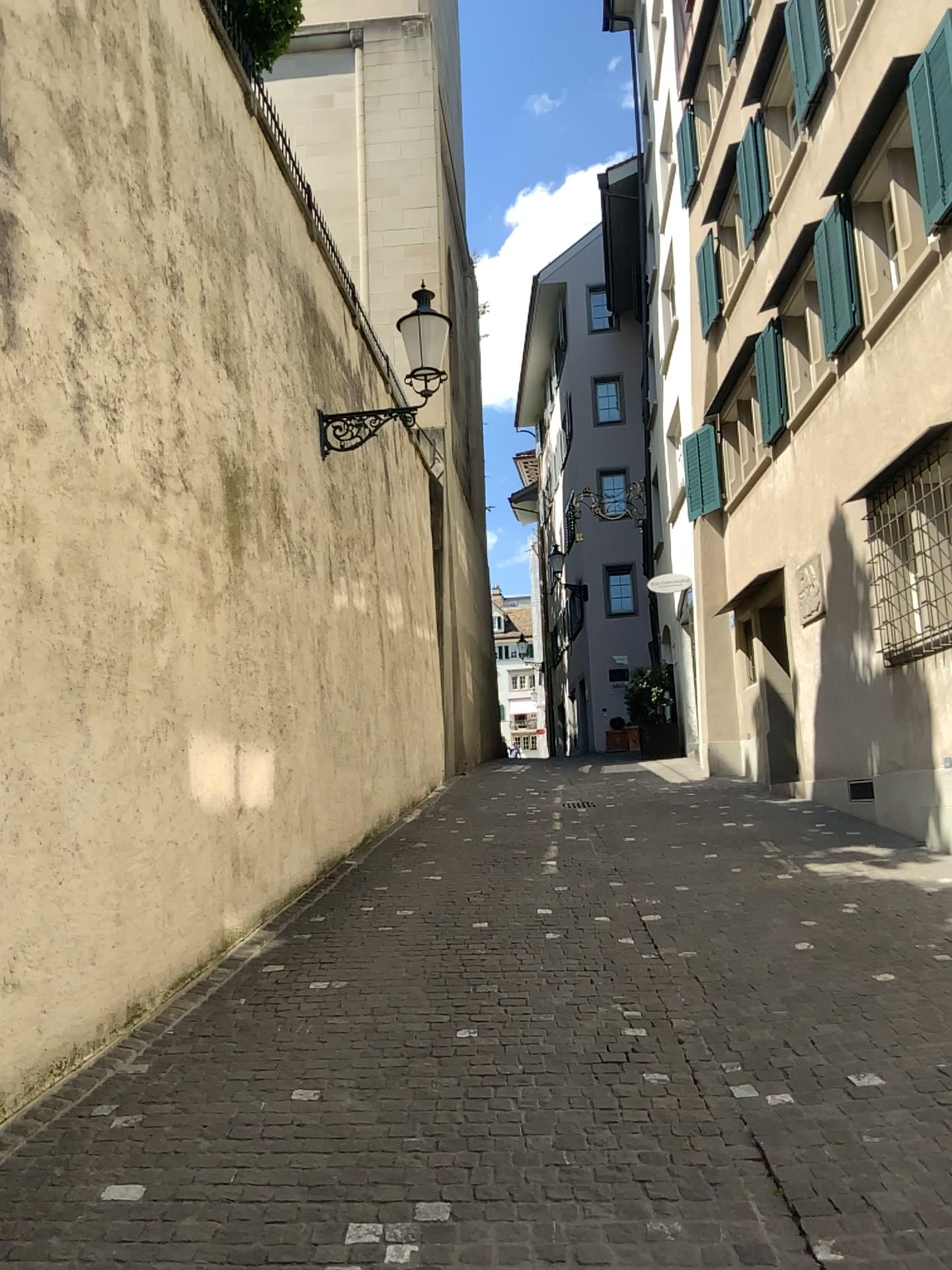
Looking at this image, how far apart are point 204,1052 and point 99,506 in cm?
231
